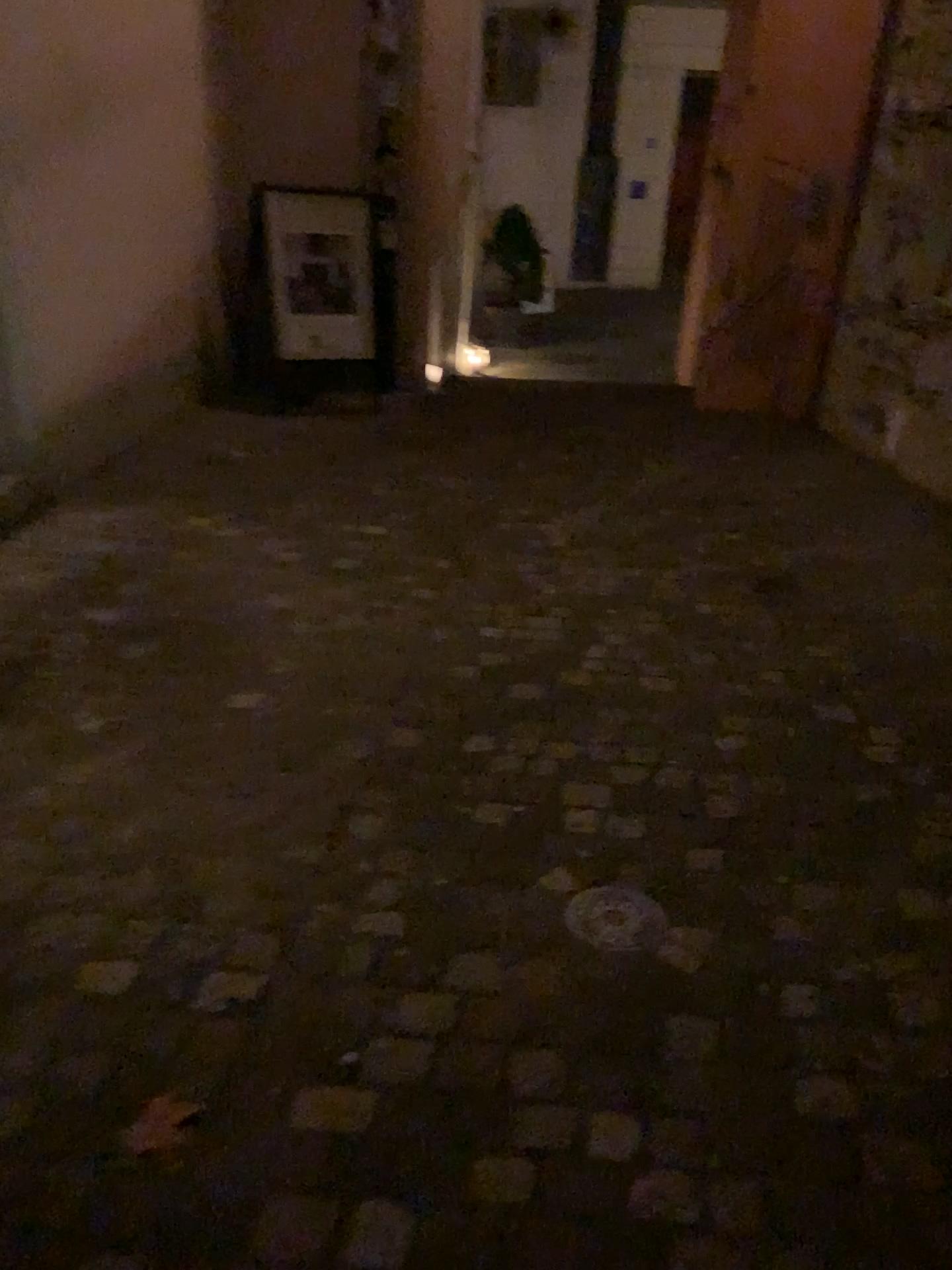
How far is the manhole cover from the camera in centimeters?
195cm

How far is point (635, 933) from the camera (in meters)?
1.95

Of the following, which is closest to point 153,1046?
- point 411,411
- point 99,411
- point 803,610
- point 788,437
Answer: point 803,610

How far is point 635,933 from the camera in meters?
1.9 m

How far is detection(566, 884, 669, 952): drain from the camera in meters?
1.9
